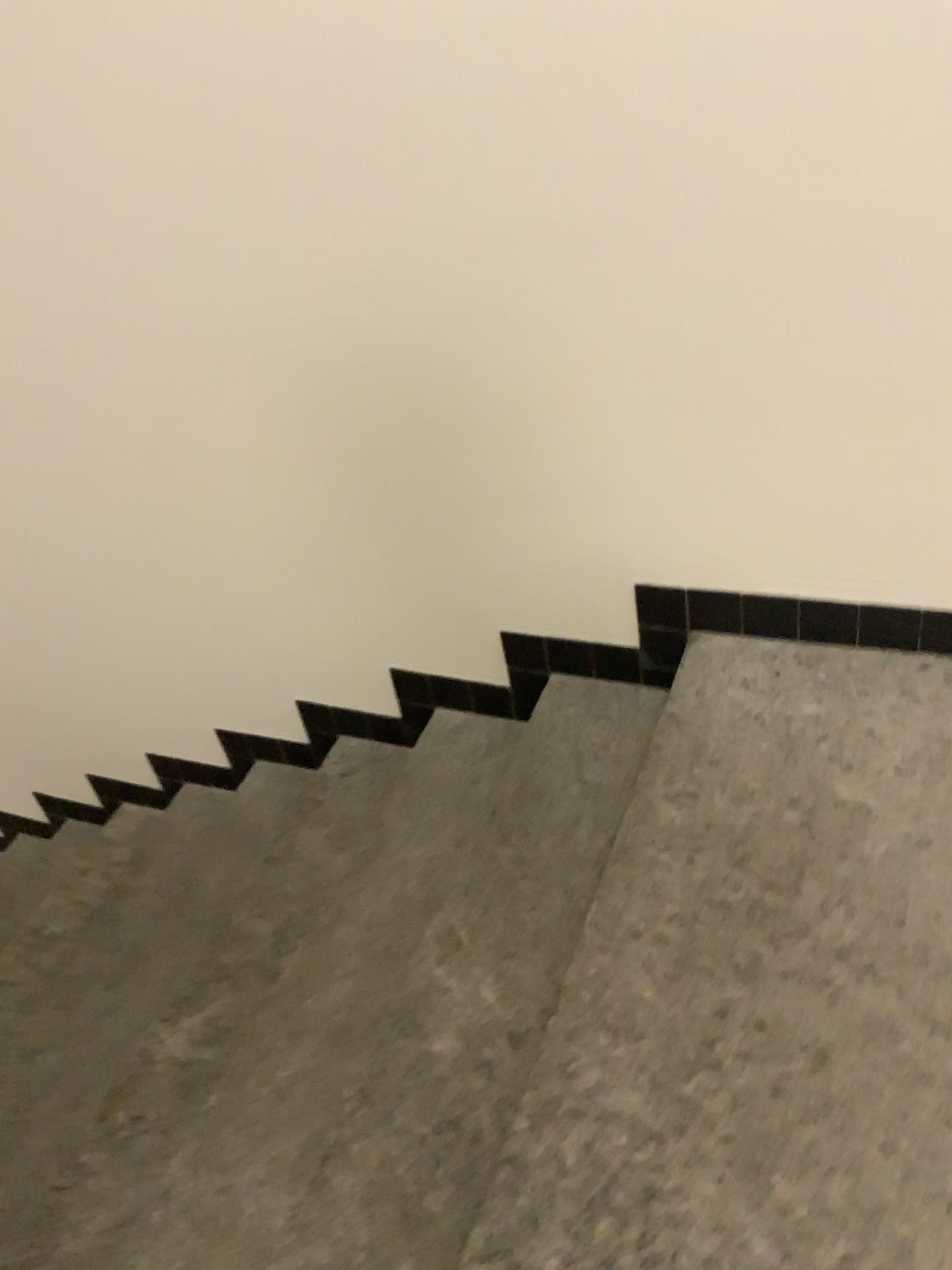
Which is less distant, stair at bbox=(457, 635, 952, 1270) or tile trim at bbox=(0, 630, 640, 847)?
stair at bbox=(457, 635, 952, 1270)

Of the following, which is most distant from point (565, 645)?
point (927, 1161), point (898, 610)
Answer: point (927, 1161)

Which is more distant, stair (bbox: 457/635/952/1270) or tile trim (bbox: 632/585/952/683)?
tile trim (bbox: 632/585/952/683)

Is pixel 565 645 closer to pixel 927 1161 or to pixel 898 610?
pixel 898 610

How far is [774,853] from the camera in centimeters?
156cm

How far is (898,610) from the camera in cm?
181

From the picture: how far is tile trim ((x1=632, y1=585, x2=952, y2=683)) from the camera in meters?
1.8
